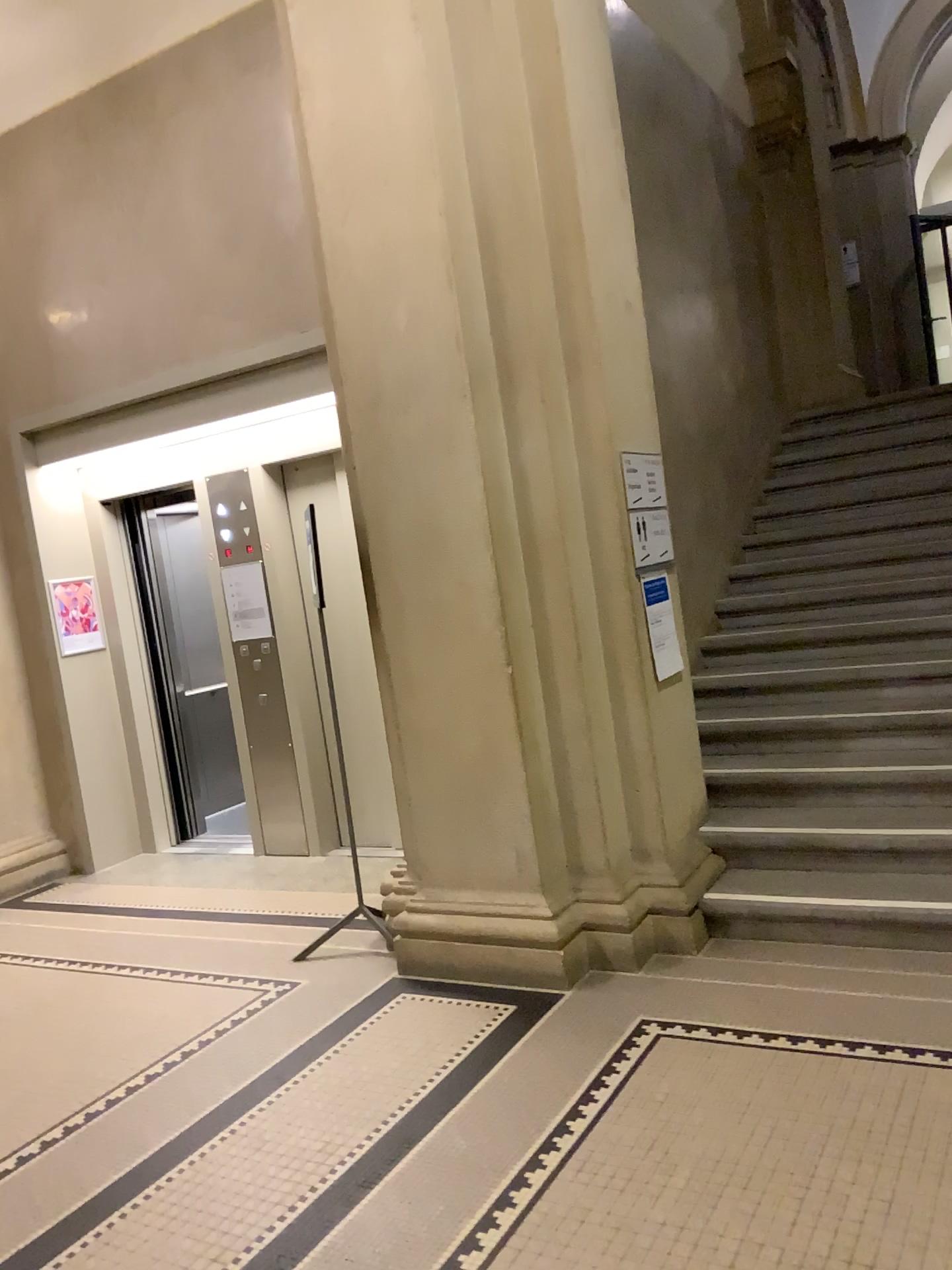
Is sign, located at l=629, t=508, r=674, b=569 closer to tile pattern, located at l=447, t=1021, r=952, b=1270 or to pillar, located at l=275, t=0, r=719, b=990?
pillar, located at l=275, t=0, r=719, b=990

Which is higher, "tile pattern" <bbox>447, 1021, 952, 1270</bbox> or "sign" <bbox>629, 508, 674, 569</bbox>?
"sign" <bbox>629, 508, 674, 569</bbox>

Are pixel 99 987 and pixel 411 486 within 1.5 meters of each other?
no

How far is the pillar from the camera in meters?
3.7 m

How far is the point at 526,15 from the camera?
3.7 meters

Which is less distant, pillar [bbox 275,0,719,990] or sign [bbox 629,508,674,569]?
pillar [bbox 275,0,719,990]

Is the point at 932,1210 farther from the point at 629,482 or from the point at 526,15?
the point at 526,15

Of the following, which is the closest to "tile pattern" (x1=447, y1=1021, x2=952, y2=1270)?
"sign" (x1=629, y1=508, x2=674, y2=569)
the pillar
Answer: the pillar

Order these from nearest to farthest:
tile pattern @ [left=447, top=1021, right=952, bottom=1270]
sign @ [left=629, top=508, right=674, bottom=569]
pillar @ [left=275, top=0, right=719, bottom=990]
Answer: tile pattern @ [left=447, top=1021, right=952, bottom=1270]
pillar @ [left=275, top=0, right=719, bottom=990]
sign @ [left=629, top=508, right=674, bottom=569]

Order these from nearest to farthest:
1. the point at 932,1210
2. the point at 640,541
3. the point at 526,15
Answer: the point at 932,1210 < the point at 526,15 < the point at 640,541
